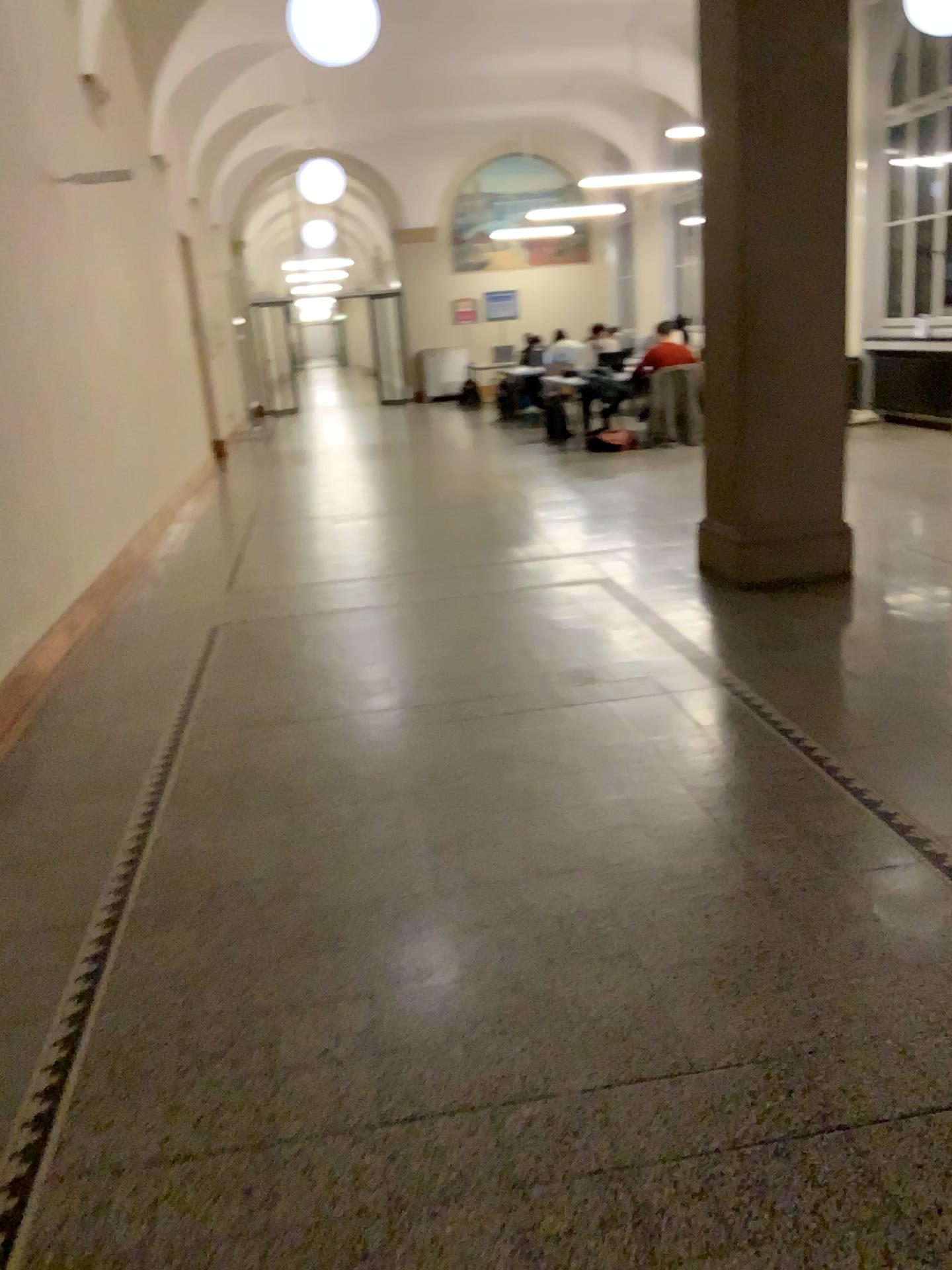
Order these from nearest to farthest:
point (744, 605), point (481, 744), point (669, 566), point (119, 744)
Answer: point (481, 744) < point (119, 744) < point (744, 605) < point (669, 566)
